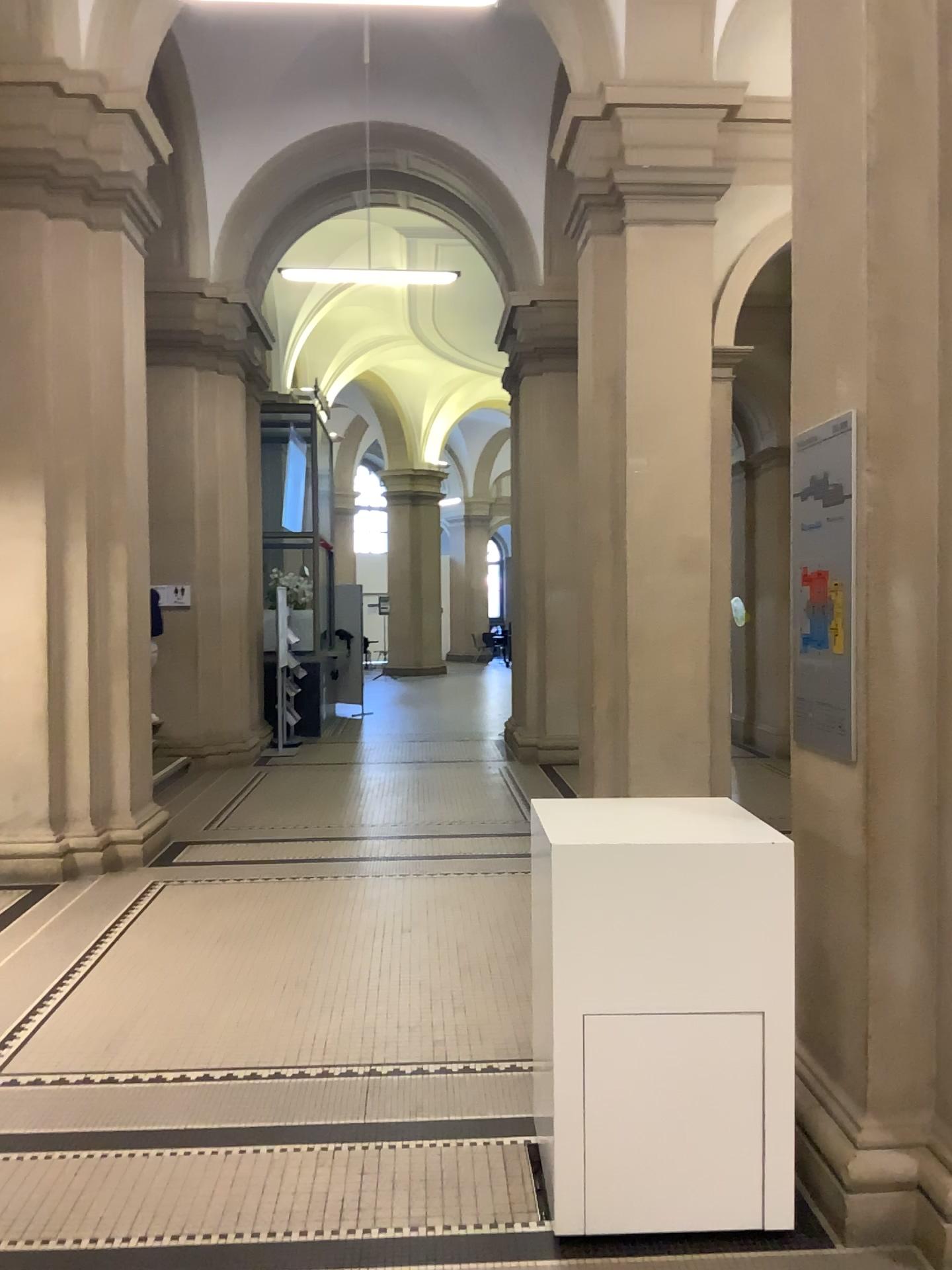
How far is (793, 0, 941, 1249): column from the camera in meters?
2.5

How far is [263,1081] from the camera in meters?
3.5 m

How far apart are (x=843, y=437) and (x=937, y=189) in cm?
65

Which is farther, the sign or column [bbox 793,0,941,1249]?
the sign

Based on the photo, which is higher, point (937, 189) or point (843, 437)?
point (937, 189)

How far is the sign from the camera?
2.9 meters

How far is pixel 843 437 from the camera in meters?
2.9
